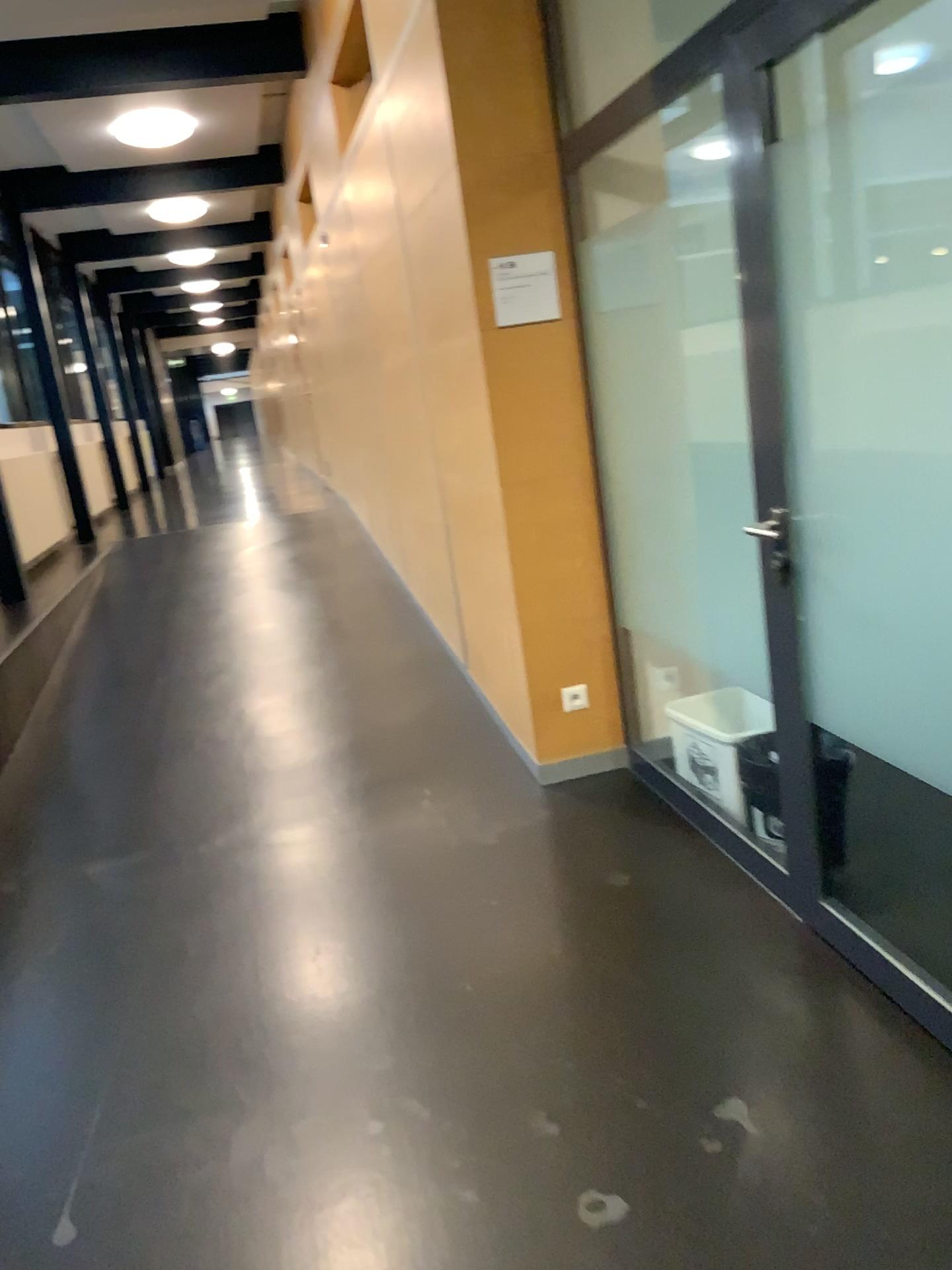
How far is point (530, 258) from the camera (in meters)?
3.33

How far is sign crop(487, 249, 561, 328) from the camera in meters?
3.3

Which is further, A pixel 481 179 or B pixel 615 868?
A pixel 481 179
